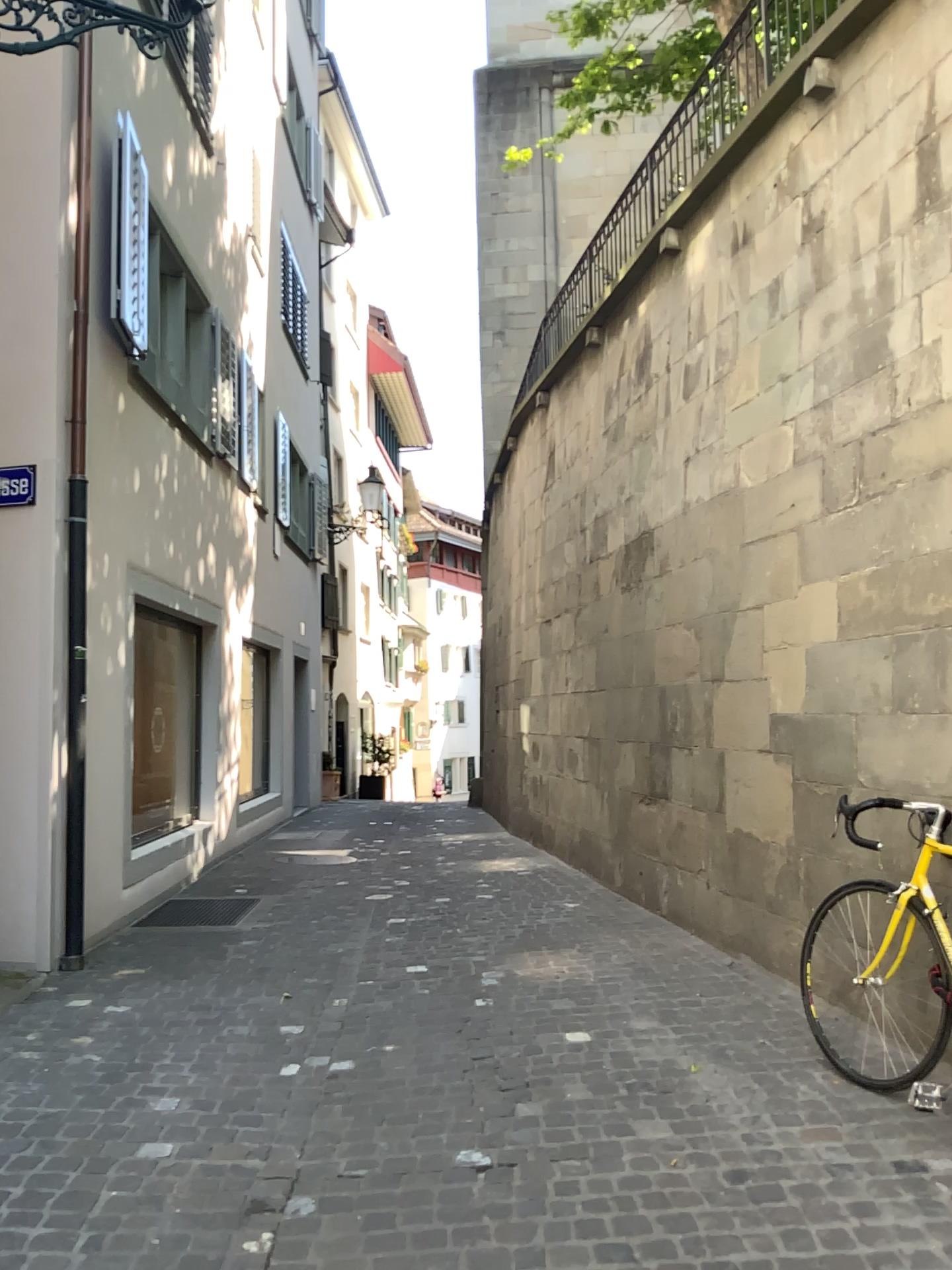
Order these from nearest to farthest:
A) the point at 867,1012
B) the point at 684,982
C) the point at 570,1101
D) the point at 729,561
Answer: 1. the point at 570,1101
2. the point at 867,1012
3. the point at 684,982
4. the point at 729,561
